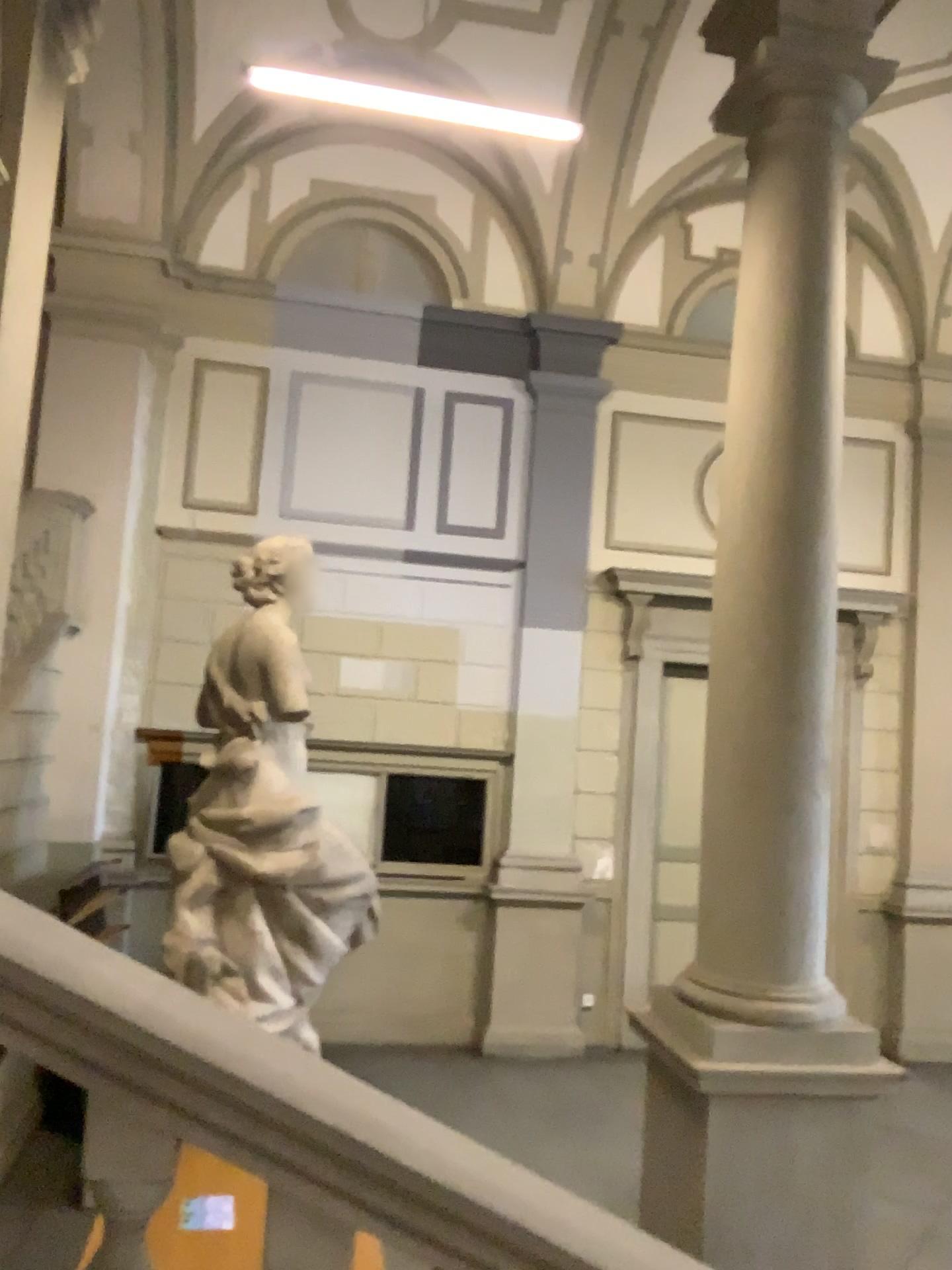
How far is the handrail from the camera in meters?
1.5 m

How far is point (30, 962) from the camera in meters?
1.5

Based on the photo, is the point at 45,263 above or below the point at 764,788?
above

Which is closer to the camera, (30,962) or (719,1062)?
(30,962)

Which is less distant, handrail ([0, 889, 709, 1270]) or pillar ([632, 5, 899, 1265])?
handrail ([0, 889, 709, 1270])

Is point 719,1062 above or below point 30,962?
below
